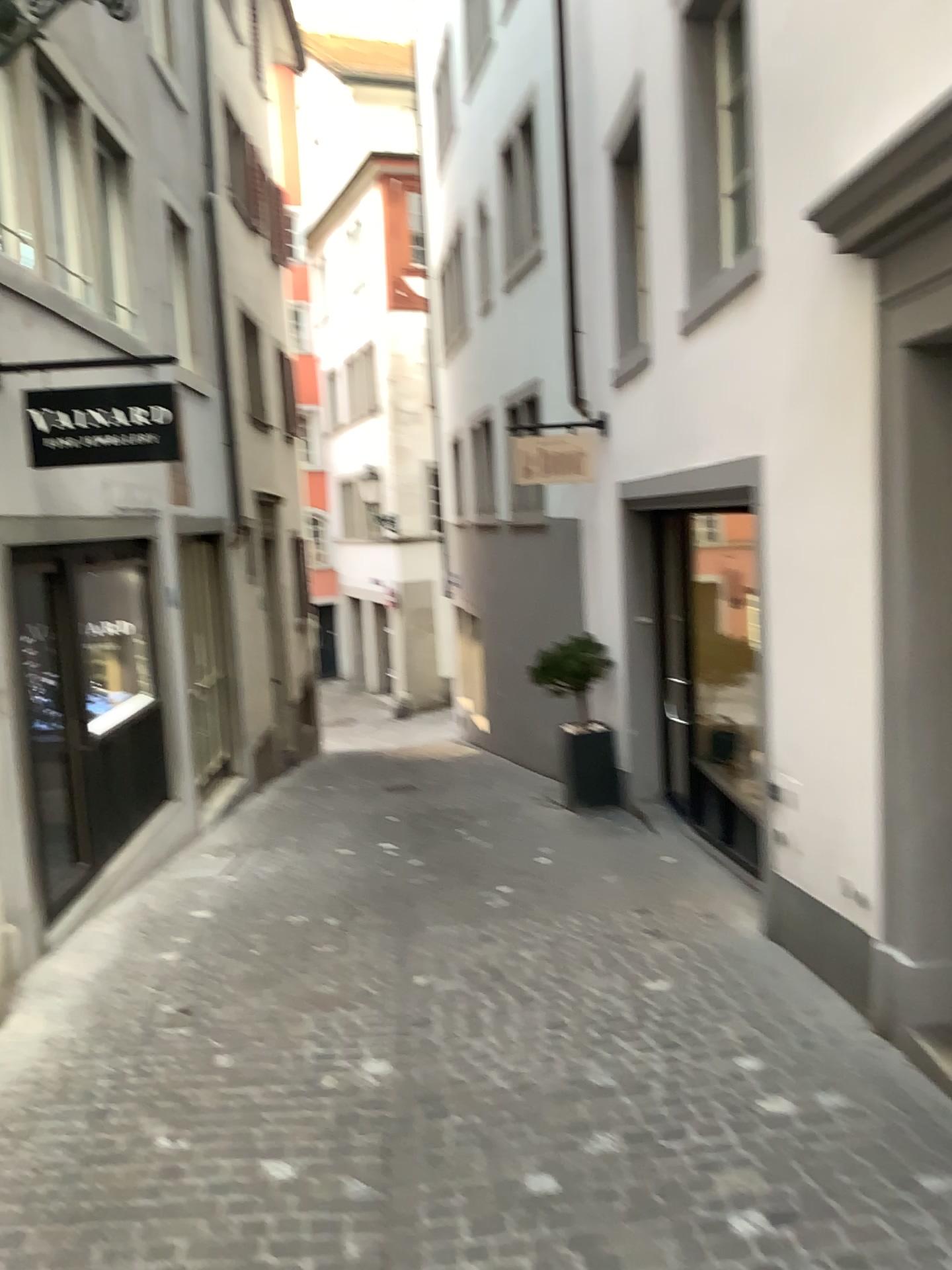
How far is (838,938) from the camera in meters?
4.3 m
